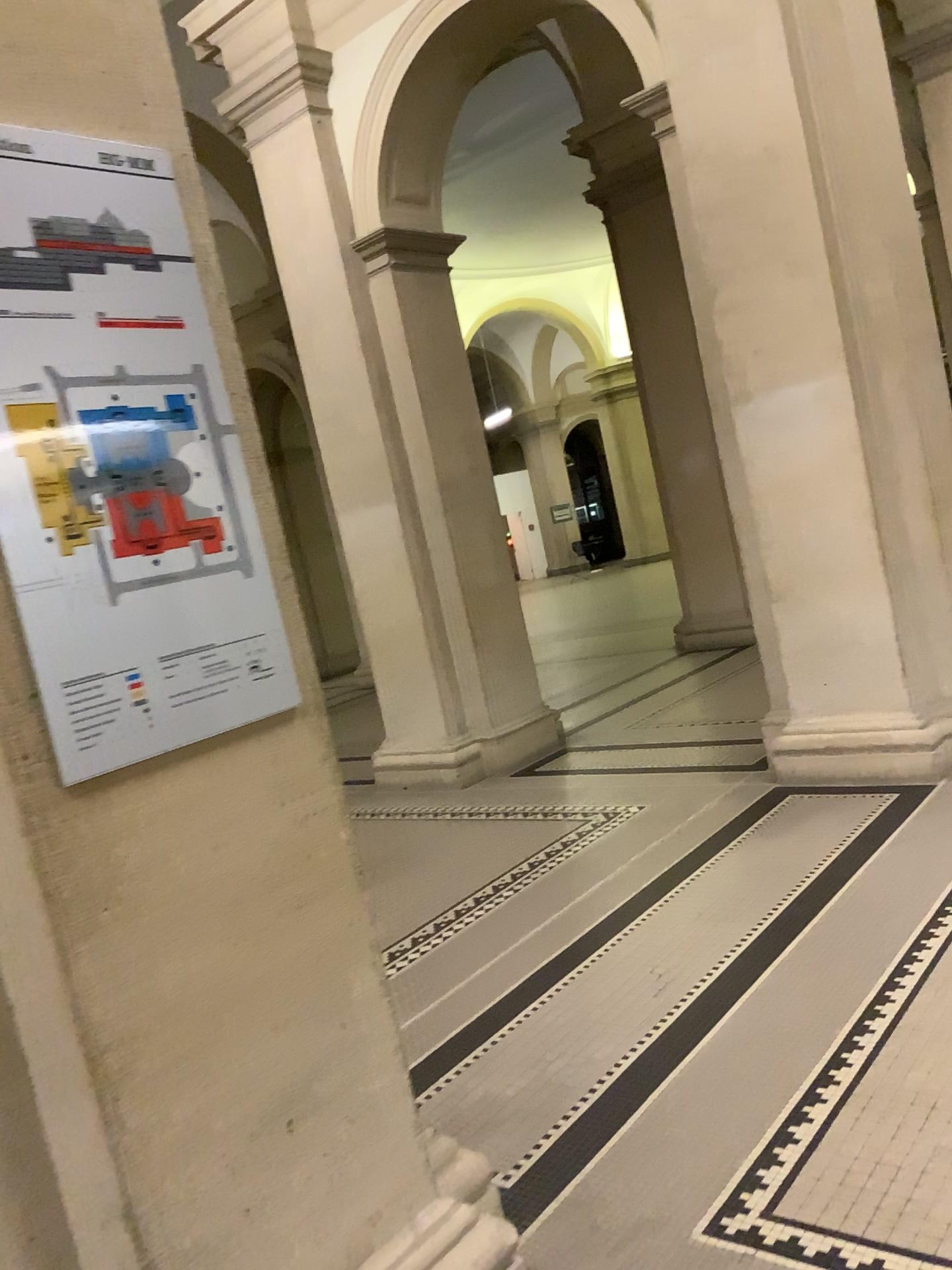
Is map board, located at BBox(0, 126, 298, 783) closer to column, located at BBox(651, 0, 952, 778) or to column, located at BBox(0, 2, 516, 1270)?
column, located at BBox(0, 2, 516, 1270)

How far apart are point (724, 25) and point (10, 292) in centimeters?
396cm

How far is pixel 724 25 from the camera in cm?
440

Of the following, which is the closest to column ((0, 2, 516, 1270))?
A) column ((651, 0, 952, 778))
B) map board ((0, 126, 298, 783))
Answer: map board ((0, 126, 298, 783))

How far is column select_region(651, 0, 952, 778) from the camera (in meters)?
4.40

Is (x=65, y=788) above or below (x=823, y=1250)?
above

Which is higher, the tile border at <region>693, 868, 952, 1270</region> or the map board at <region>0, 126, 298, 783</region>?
the map board at <region>0, 126, 298, 783</region>

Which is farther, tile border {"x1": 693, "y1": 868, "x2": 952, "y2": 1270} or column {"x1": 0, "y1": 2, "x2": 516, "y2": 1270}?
tile border {"x1": 693, "y1": 868, "x2": 952, "y2": 1270}

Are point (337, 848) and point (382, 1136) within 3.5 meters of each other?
yes

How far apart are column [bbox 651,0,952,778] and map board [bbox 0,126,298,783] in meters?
3.3 m
